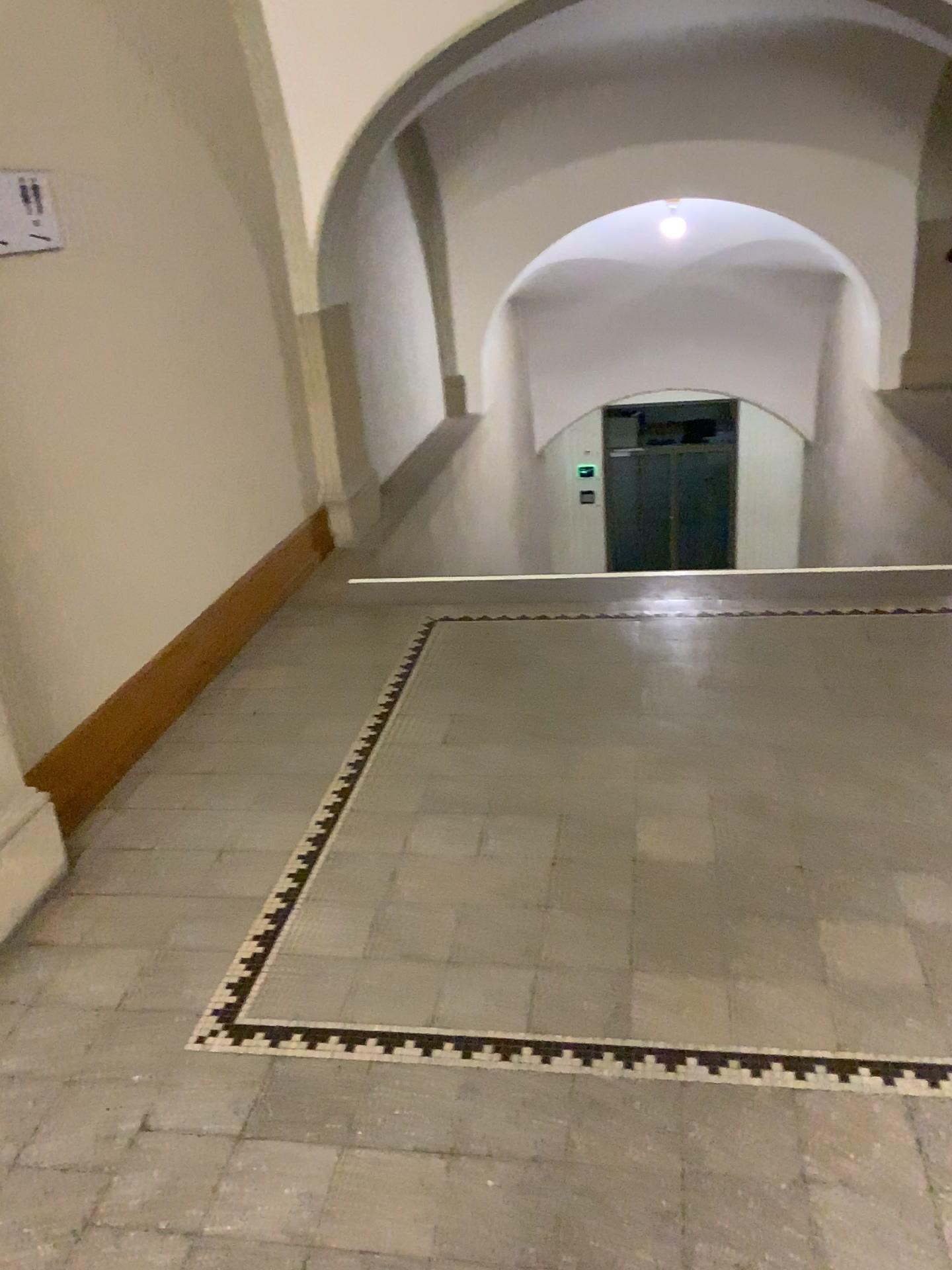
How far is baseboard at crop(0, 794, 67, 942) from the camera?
2.5m

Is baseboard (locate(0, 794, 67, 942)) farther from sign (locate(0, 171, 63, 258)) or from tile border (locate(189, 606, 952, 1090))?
sign (locate(0, 171, 63, 258))

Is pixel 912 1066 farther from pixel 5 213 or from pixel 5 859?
pixel 5 213

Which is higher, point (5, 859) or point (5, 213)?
point (5, 213)

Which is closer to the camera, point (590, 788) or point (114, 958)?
point (114, 958)

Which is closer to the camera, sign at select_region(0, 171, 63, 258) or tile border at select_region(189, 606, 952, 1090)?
tile border at select_region(189, 606, 952, 1090)

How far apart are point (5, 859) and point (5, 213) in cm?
167

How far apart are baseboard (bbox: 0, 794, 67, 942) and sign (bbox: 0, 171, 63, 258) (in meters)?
→ 1.43

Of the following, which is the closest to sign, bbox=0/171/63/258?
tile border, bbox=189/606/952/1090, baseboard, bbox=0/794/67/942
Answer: baseboard, bbox=0/794/67/942

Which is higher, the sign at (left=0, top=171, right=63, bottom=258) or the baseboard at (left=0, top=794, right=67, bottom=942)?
the sign at (left=0, top=171, right=63, bottom=258)
